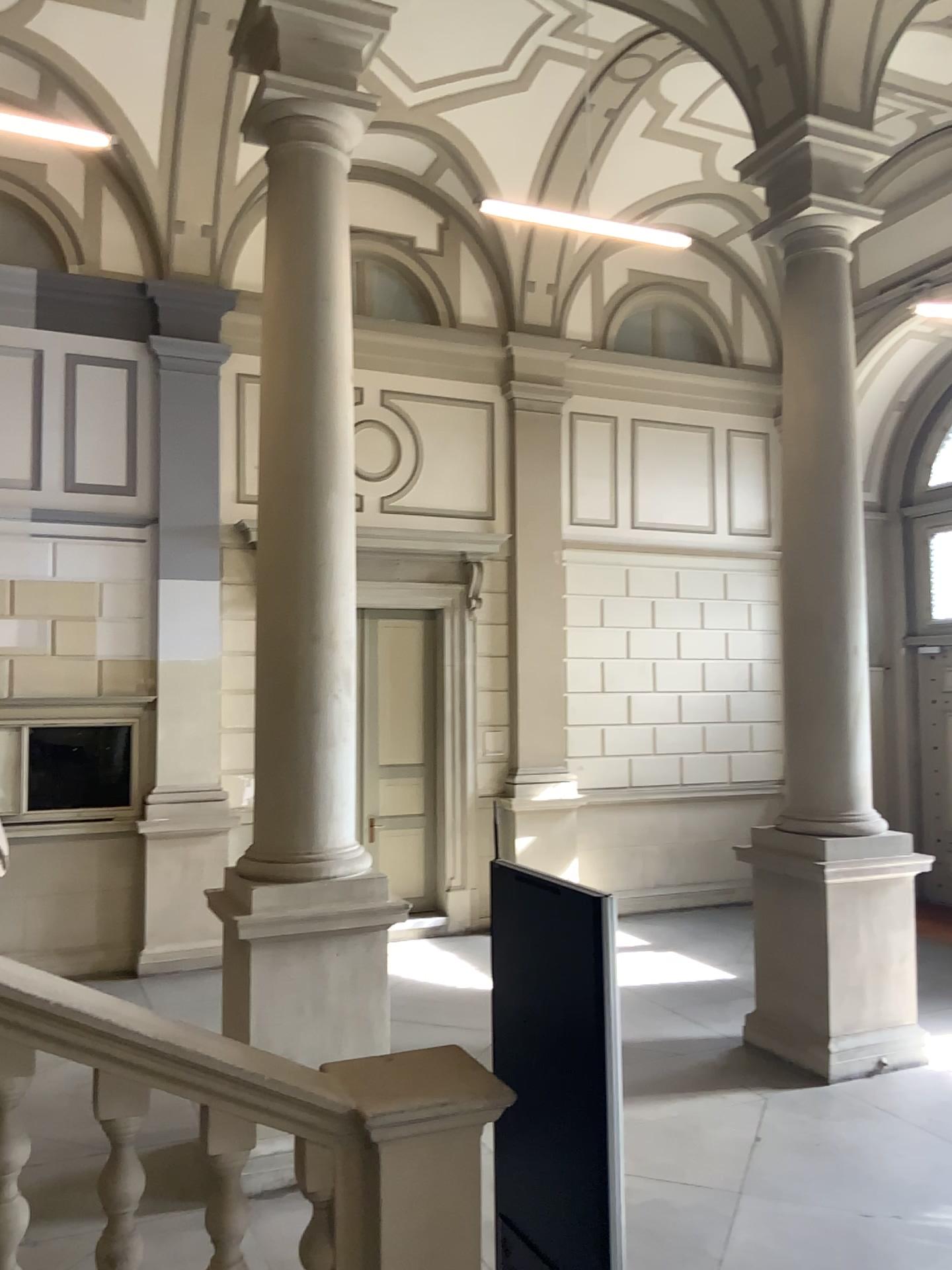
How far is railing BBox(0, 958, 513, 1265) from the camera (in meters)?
2.75

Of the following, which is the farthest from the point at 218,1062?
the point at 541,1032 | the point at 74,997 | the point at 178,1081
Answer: the point at 541,1032

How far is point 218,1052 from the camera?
2.75m
